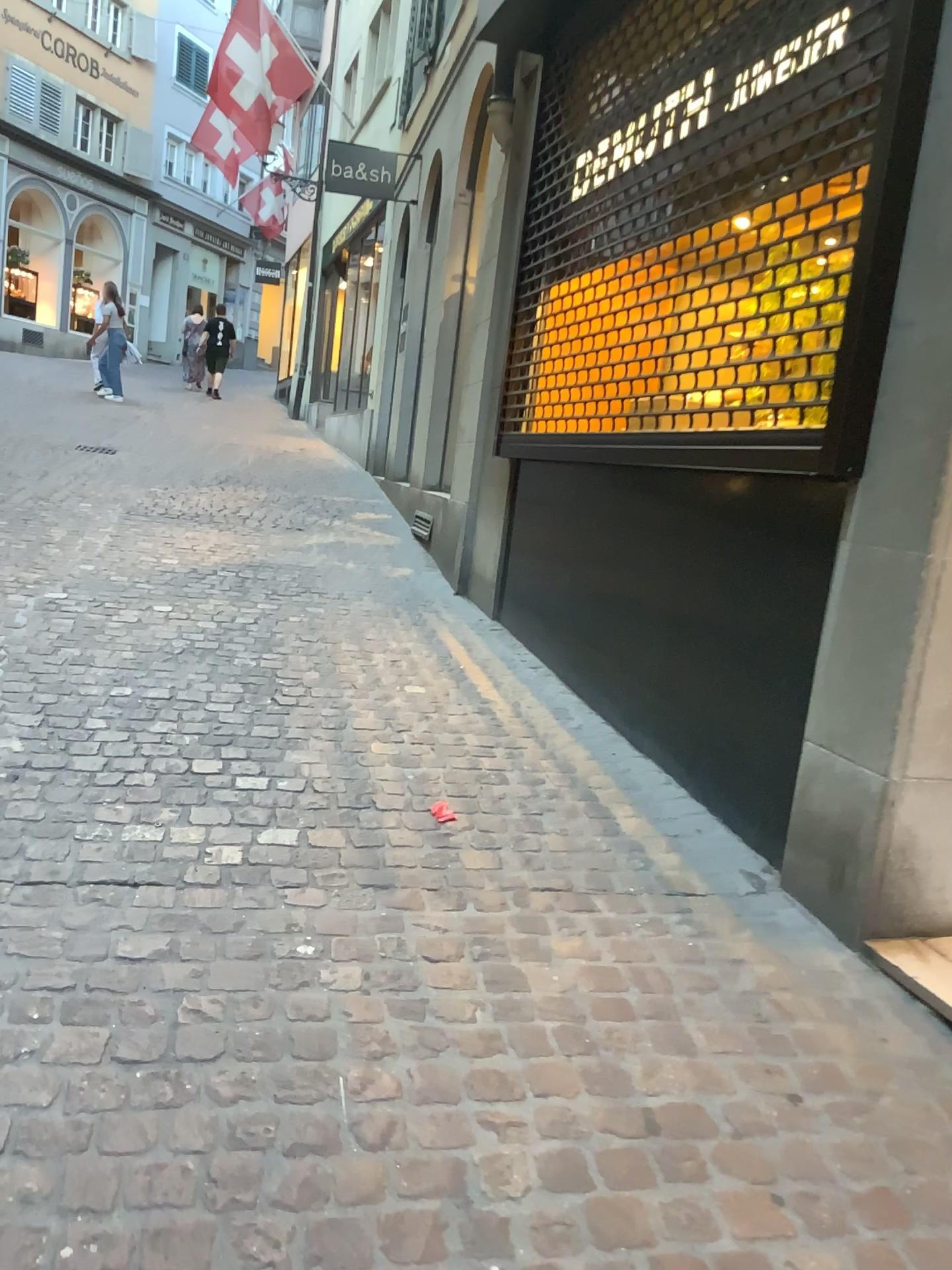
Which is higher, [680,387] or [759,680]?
[680,387]
